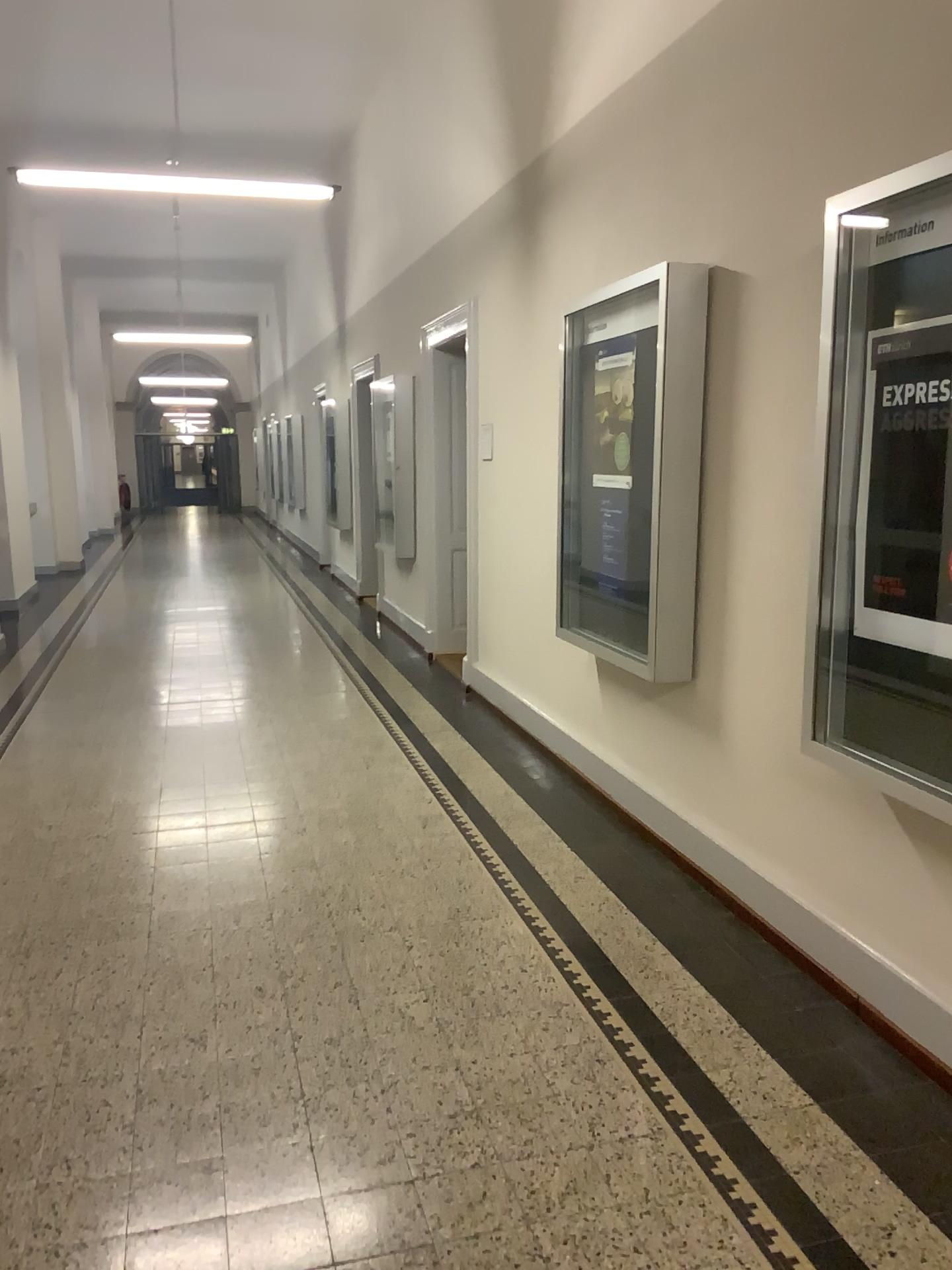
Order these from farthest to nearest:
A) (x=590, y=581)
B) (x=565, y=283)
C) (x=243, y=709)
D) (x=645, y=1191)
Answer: (x=243, y=709)
(x=565, y=283)
(x=590, y=581)
(x=645, y=1191)
